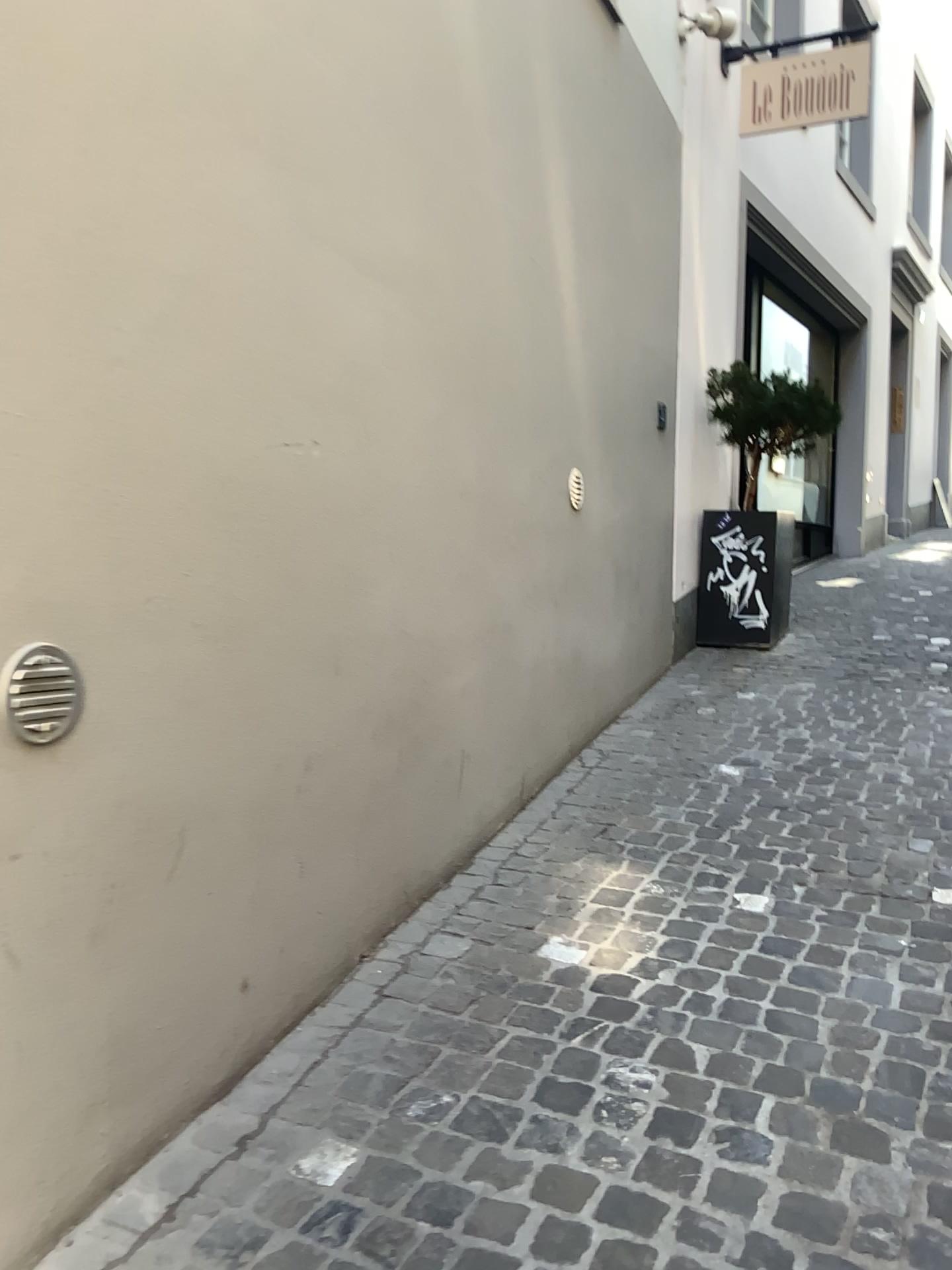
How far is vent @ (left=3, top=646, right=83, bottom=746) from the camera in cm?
151

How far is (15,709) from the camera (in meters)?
1.51

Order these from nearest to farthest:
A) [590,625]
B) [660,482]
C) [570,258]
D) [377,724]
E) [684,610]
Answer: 1. [377,724]
2. [570,258]
3. [590,625]
4. [660,482]
5. [684,610]
